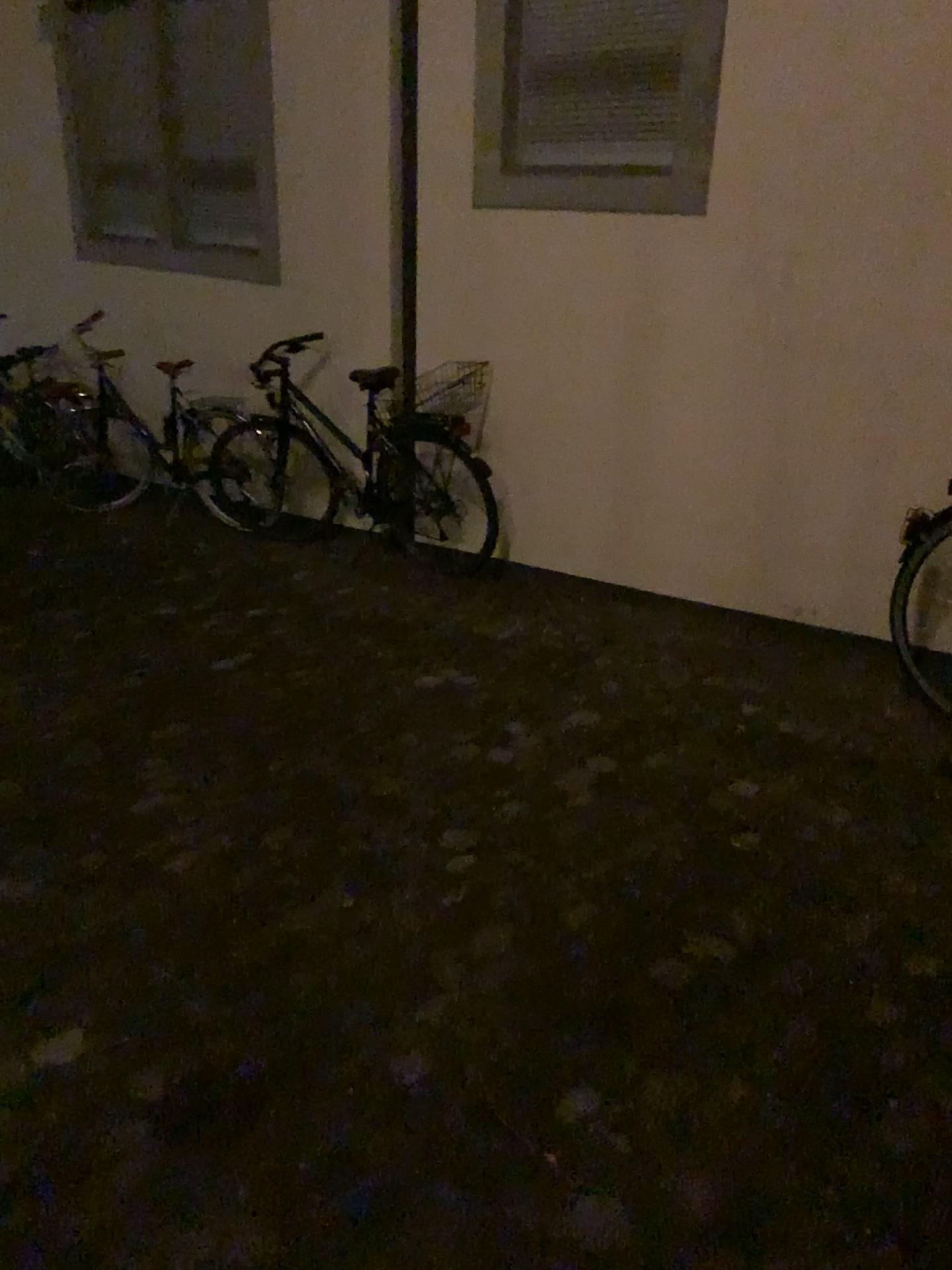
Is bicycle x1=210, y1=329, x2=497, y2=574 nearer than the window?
No

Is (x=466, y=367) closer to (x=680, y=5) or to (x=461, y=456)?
(x=461, y=456)

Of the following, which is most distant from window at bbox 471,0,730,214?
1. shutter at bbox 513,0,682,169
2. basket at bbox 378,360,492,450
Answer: basket at bbox 378,360,492,450

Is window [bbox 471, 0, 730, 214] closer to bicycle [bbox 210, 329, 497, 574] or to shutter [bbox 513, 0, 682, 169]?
shutter [bbox 513, 0, 682, 169]

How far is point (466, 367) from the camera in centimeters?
462cm

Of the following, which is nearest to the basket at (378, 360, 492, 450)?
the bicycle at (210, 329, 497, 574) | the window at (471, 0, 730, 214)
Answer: the bicycle at (210, 329, 497, 574)

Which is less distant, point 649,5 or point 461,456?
point 649,5

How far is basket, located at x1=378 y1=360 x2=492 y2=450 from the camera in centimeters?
462cm

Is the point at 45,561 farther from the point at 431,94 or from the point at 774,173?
the point at 774,173

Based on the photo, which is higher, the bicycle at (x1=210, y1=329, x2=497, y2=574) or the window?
the window
